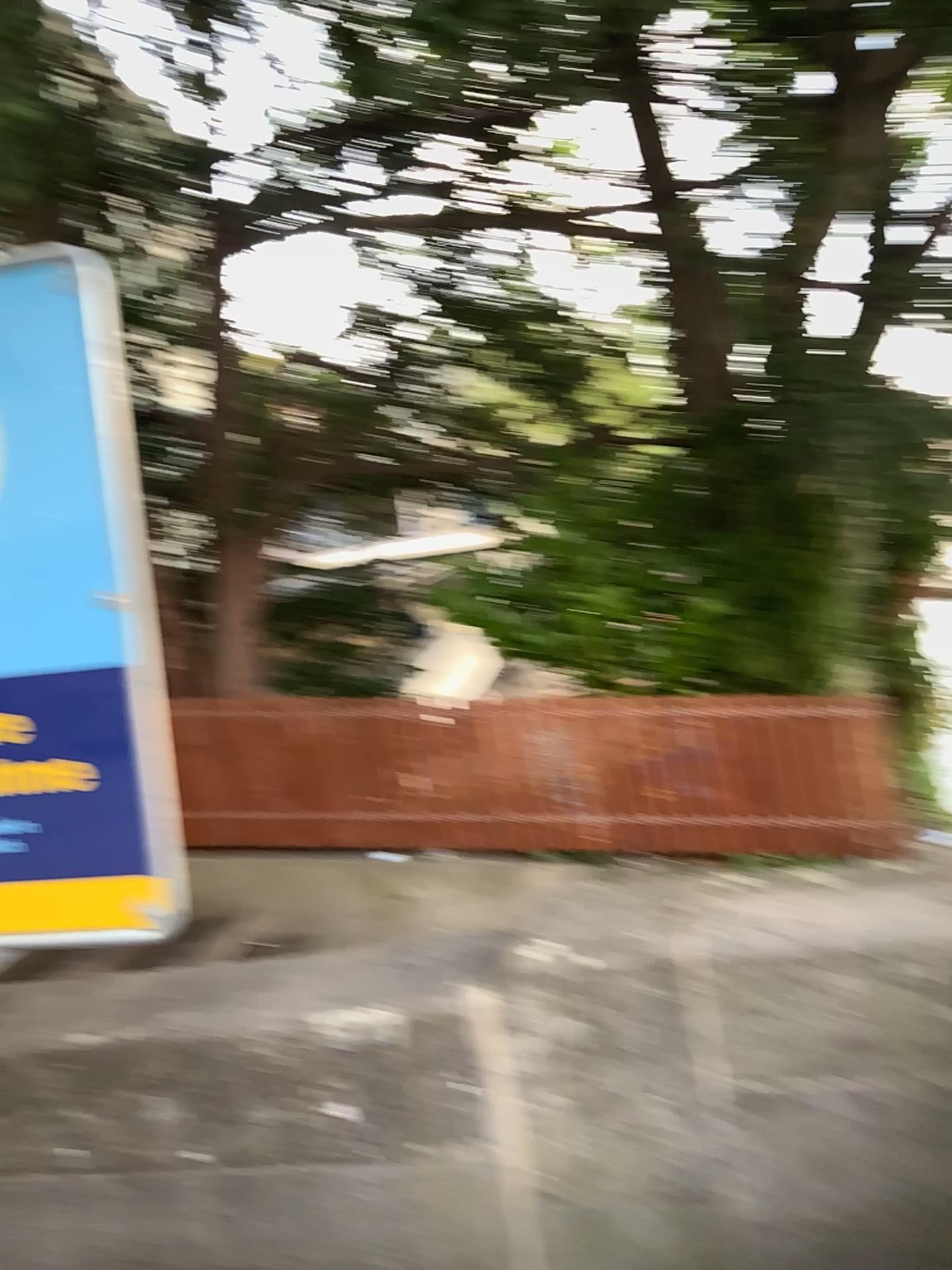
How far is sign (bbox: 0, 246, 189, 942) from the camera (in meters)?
1.90

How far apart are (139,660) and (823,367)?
2.9 meters

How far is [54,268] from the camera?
1.9 meters
